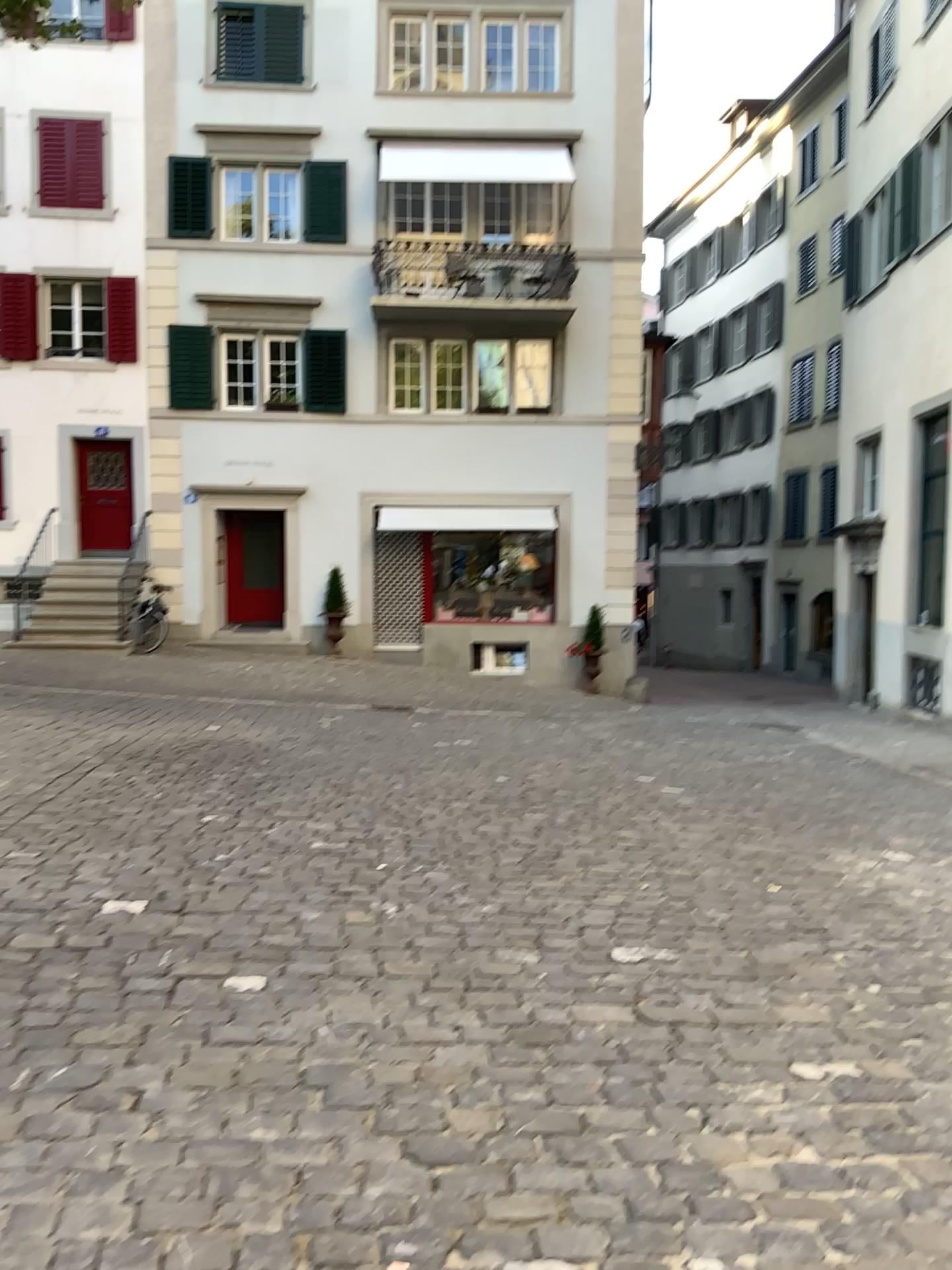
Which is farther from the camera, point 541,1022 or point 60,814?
point 60,814
